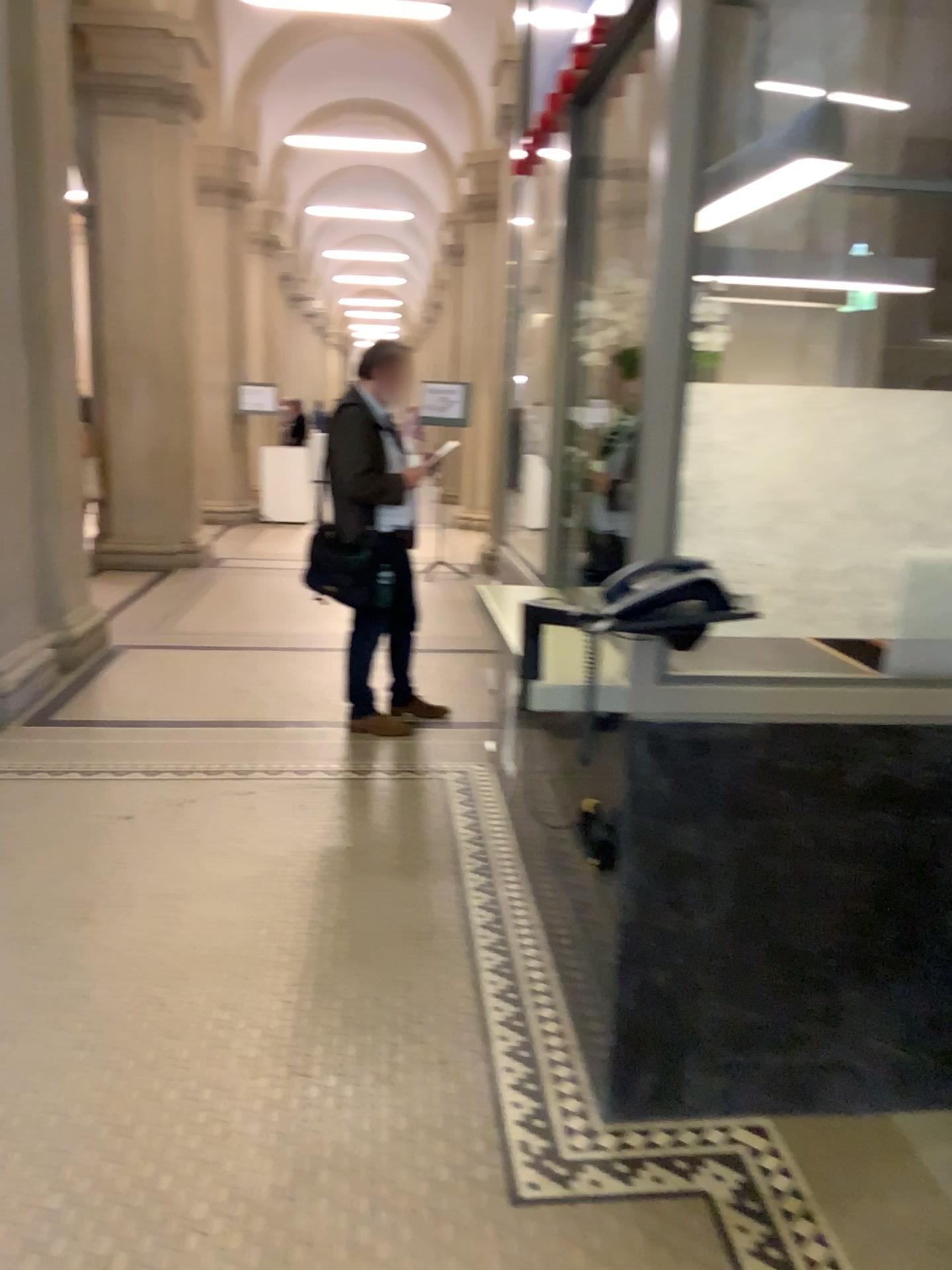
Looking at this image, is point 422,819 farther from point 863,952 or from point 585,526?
point 863,952
